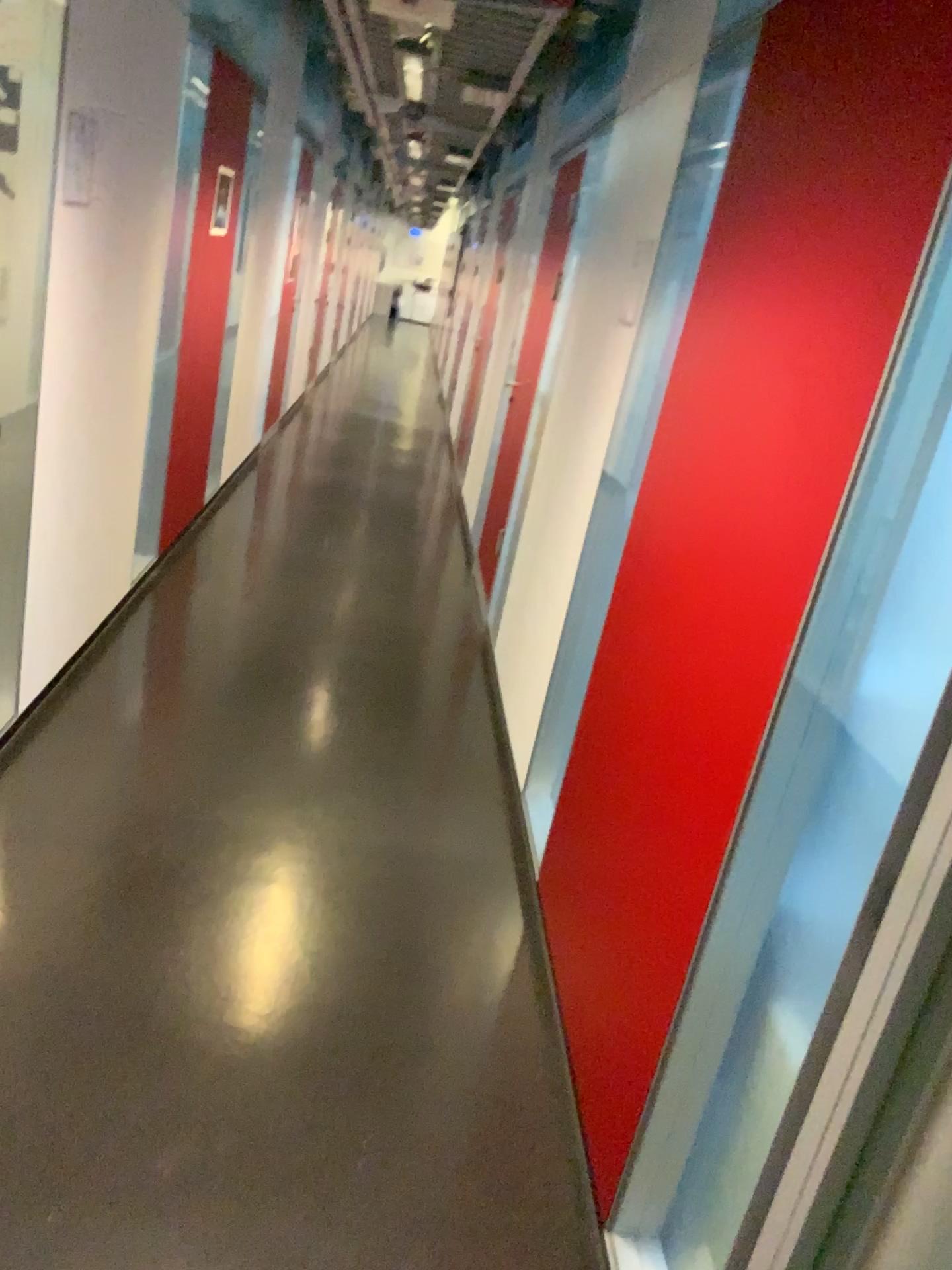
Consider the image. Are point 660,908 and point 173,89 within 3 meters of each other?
no
